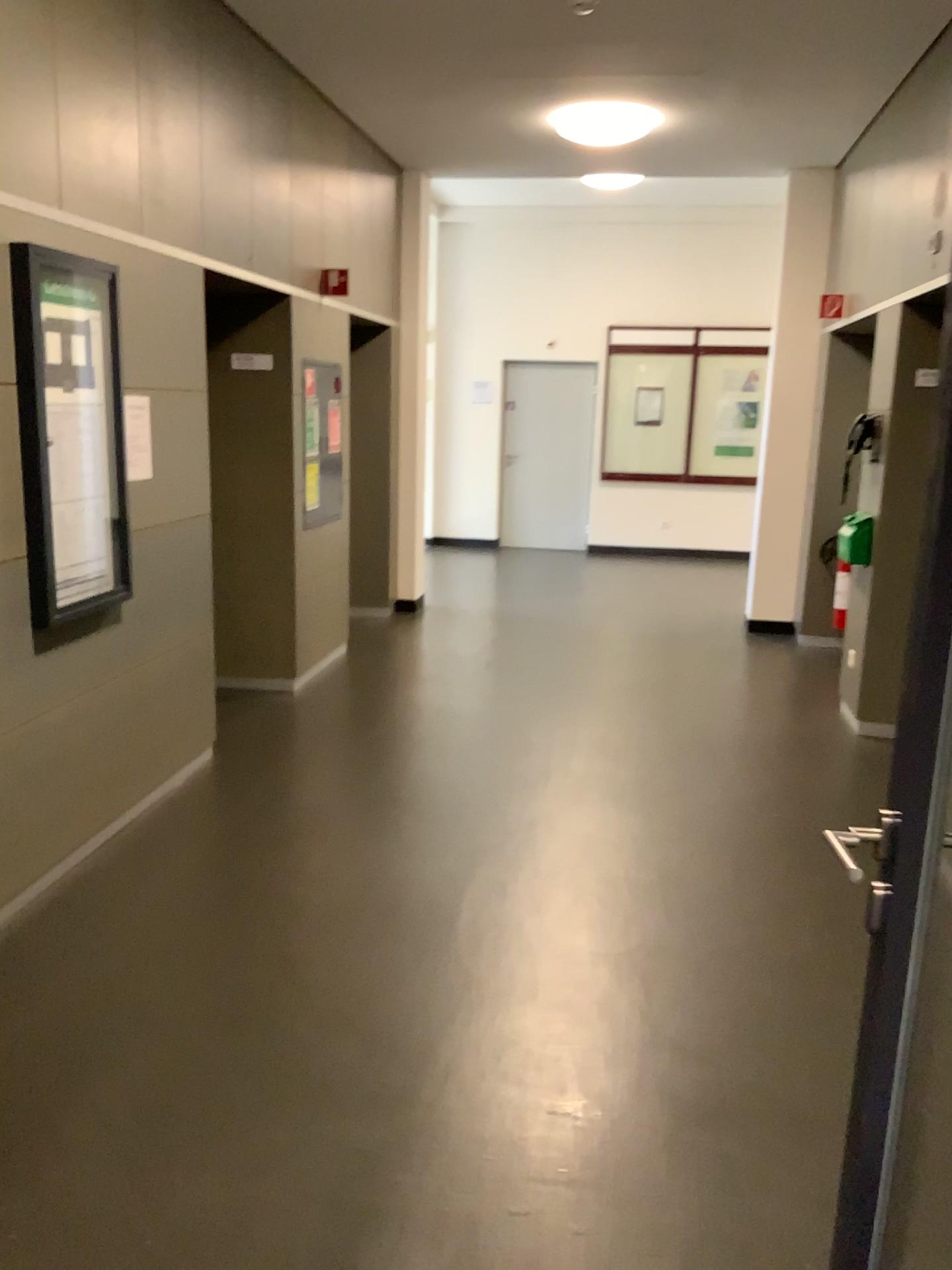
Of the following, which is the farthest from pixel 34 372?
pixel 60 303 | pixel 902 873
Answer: pixel 902 873

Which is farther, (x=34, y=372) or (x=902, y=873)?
(x=34, y=372)

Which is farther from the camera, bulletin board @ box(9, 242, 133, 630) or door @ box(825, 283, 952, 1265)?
bulletin board @ box(9, 242, 133, 630)

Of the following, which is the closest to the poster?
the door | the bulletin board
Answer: the bulletin board

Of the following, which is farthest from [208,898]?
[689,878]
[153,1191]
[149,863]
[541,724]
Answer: [541,724]

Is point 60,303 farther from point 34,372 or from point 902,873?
point 902,873

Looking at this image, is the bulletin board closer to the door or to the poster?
the poster

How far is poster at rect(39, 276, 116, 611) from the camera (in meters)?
3.22

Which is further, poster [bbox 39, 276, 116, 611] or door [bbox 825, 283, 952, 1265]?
poster [bbox 39, 276, 116, 611]
